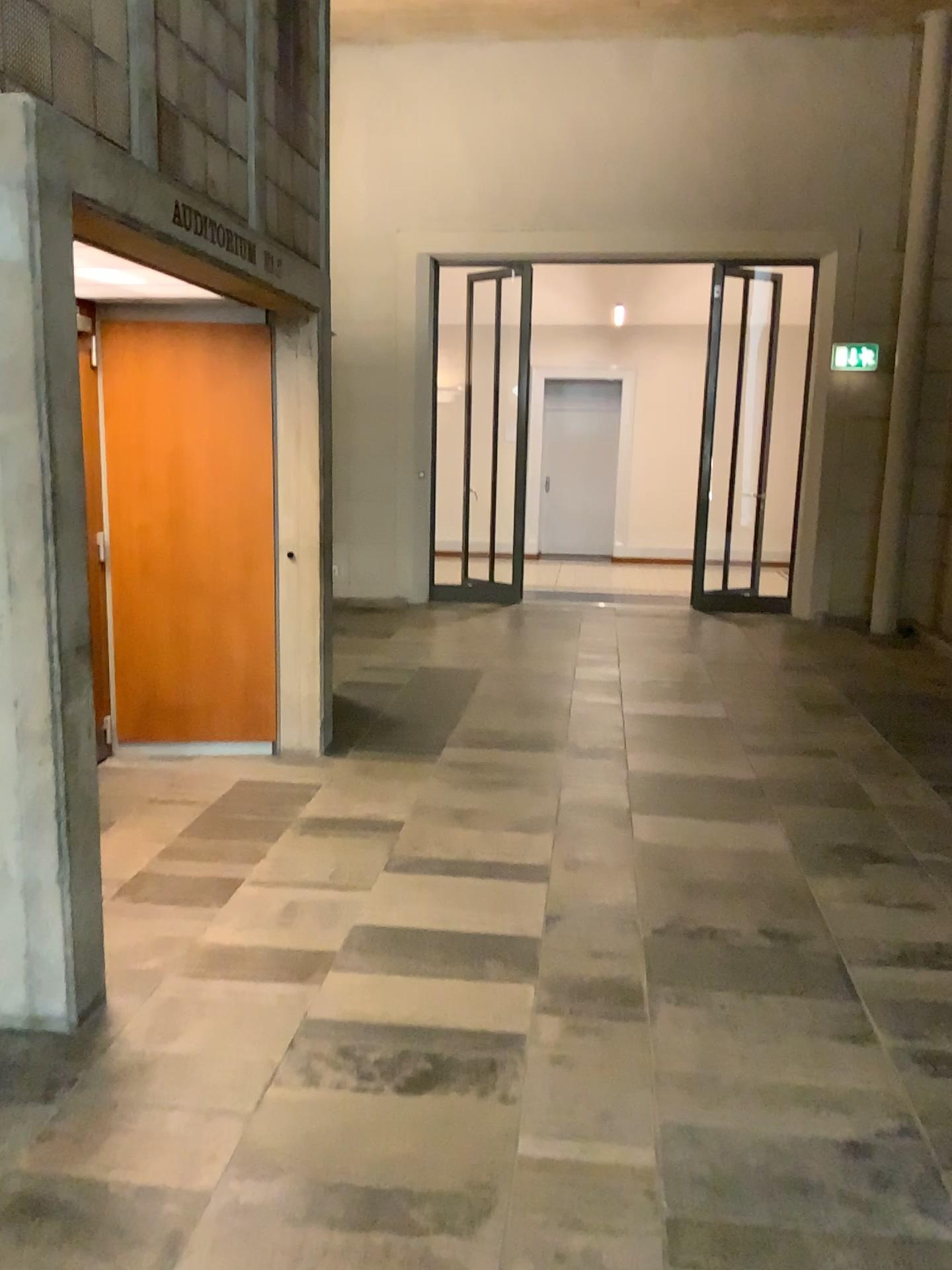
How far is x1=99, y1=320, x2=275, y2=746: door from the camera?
4.8m

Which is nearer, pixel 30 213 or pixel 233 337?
pixel 30 213

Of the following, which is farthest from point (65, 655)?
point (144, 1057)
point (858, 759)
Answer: point (858, 759)

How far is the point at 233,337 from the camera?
4.8 meters

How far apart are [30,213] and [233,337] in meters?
2.4 m

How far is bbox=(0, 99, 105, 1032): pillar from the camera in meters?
2.4

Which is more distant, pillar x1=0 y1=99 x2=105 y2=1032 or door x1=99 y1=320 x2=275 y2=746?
door x1=99 y1=320 x2=275 y2=746

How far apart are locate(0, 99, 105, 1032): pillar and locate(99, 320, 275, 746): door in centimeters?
221cm
